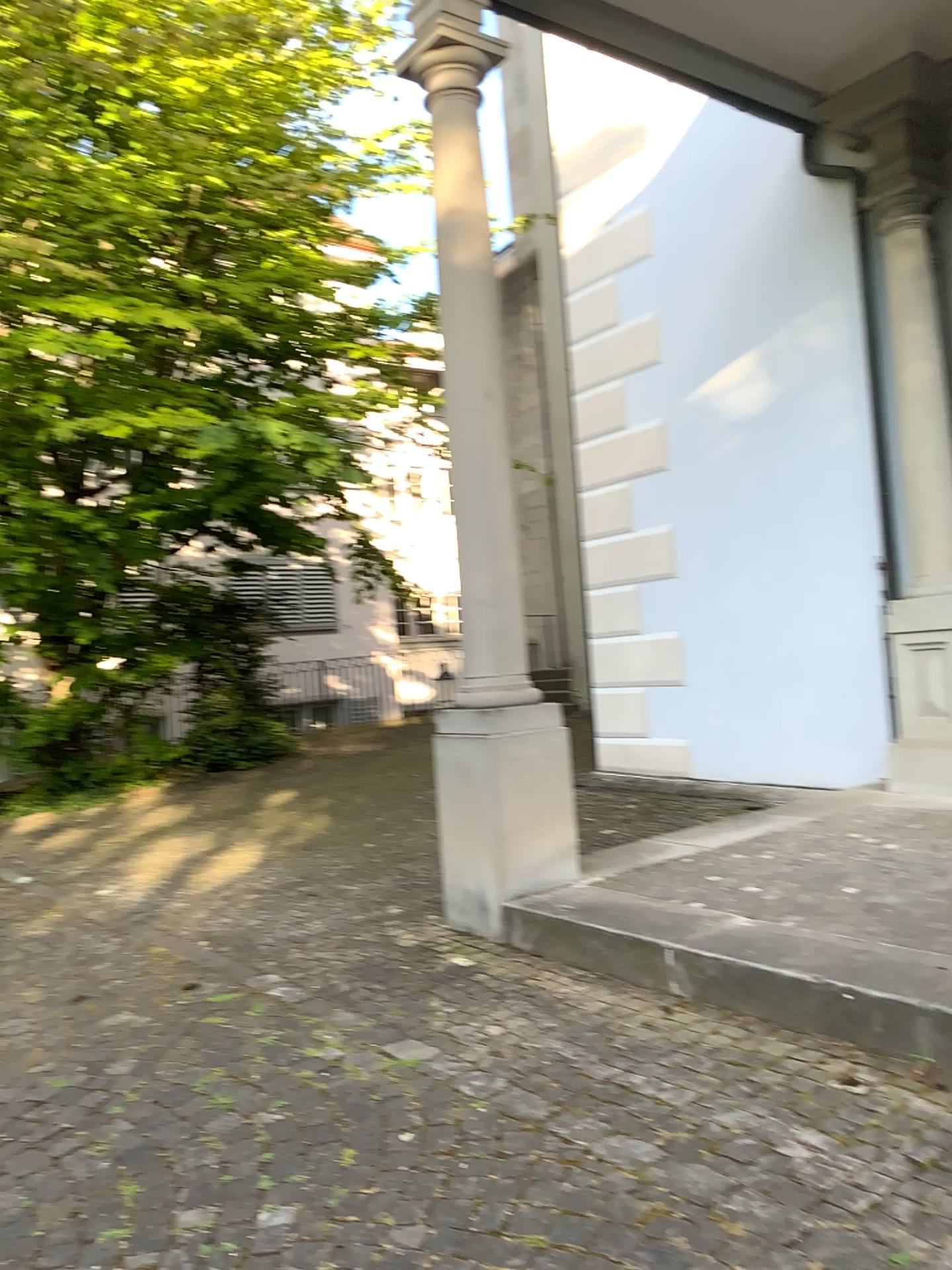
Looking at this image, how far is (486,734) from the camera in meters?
4.3 m

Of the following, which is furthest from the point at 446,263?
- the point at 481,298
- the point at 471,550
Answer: the point at 471,550

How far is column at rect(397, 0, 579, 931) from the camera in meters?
4.3
